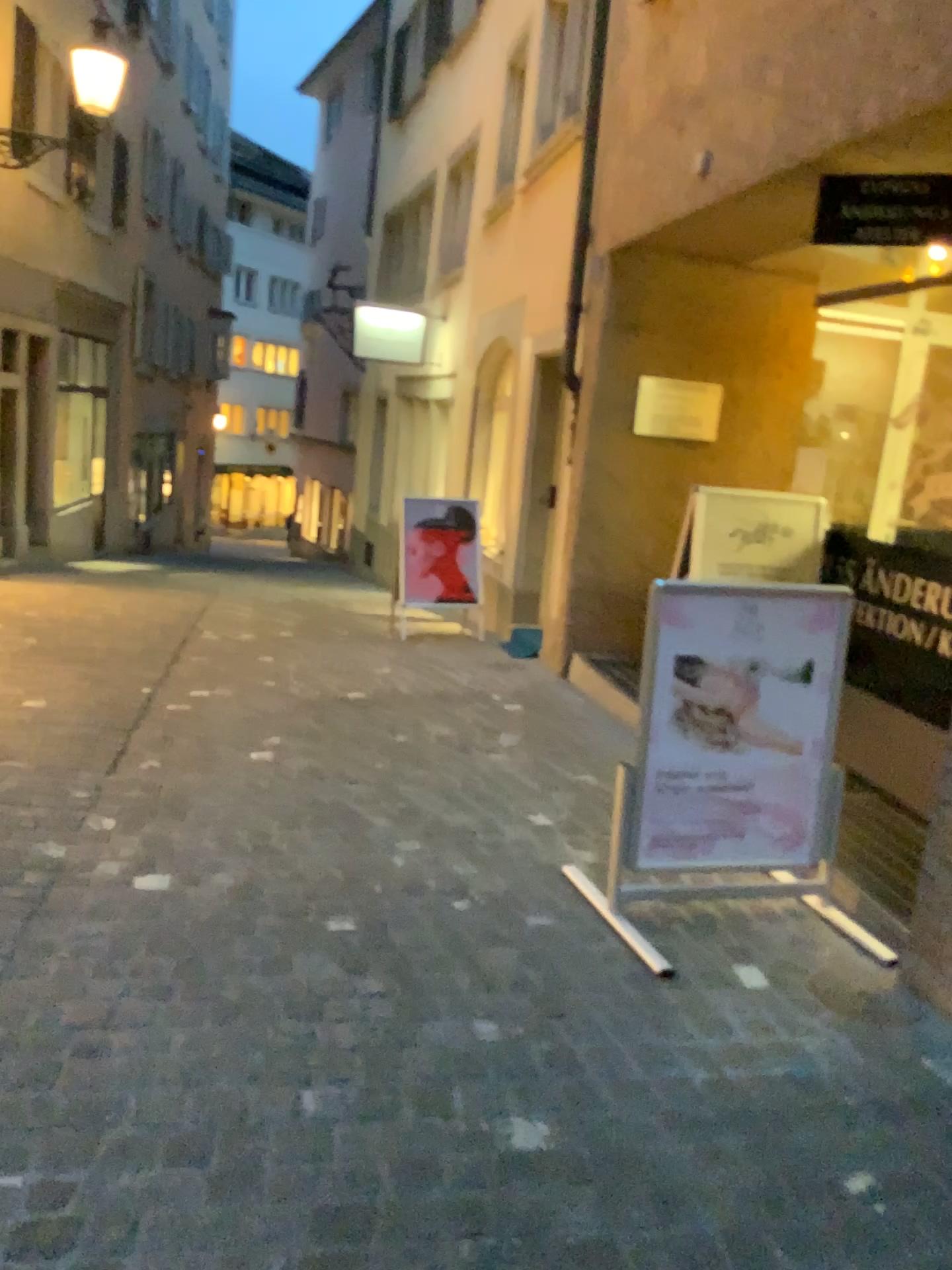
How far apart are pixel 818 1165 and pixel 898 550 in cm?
303

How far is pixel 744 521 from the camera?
4.8 meters

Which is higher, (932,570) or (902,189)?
(902,189)

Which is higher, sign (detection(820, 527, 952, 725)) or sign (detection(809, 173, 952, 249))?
sign (detection(809, 173, 952, 249))

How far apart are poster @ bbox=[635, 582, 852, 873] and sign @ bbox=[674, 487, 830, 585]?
1.59m

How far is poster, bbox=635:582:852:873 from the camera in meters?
3.0 m

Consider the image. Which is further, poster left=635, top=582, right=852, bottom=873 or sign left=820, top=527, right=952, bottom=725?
sign left=820, top=527, right=952, bottom=725

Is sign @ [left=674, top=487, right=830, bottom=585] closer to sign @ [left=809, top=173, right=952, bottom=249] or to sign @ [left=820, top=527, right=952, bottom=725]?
sign @ [left=820, top=527, right=952, bottom=725]

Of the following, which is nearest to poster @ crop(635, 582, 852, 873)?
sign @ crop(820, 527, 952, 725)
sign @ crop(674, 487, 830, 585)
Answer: sign @ crop(820, 527, 952, 725)

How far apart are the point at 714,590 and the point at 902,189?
1.7m
